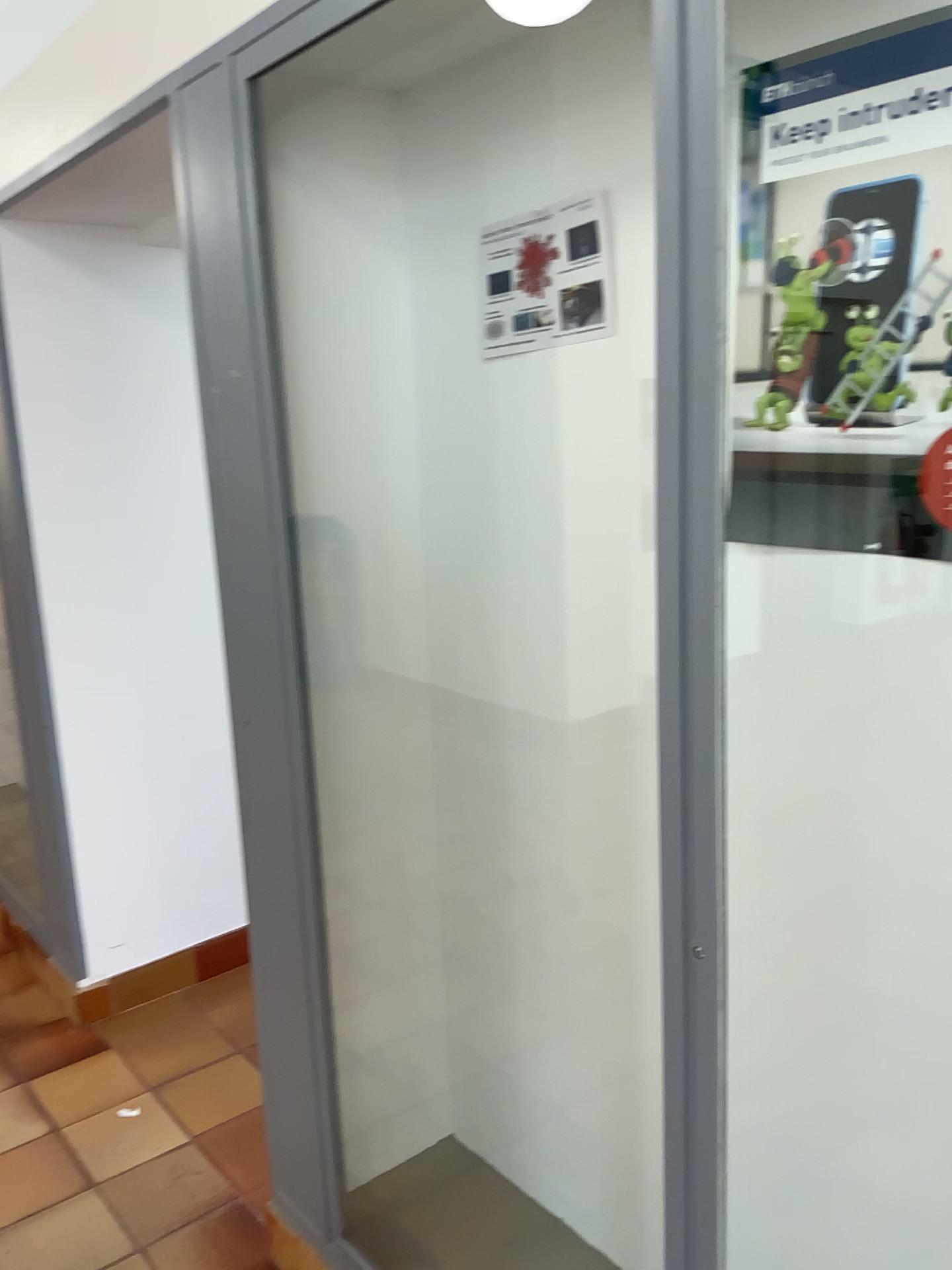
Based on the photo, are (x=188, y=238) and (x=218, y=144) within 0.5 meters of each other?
yes

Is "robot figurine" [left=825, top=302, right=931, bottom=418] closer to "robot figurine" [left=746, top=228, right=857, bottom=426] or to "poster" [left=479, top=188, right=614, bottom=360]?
"robot figurine" [left=746, top=228, right=857, bottom=426]

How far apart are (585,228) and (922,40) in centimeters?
52cm

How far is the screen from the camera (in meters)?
1.19

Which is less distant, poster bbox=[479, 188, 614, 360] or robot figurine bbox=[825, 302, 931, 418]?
robot figurine bbox=[825, 302, 931, 418]

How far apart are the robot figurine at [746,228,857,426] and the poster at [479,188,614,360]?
0.3m

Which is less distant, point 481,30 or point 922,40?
point 922,40

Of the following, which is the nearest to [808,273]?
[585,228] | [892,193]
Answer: [892,193]

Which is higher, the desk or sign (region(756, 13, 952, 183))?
sign (region(756, 13, 952, 183))

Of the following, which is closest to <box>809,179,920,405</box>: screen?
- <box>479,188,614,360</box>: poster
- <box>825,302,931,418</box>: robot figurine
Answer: <box>825,302,931,418</box>: robot figurine
